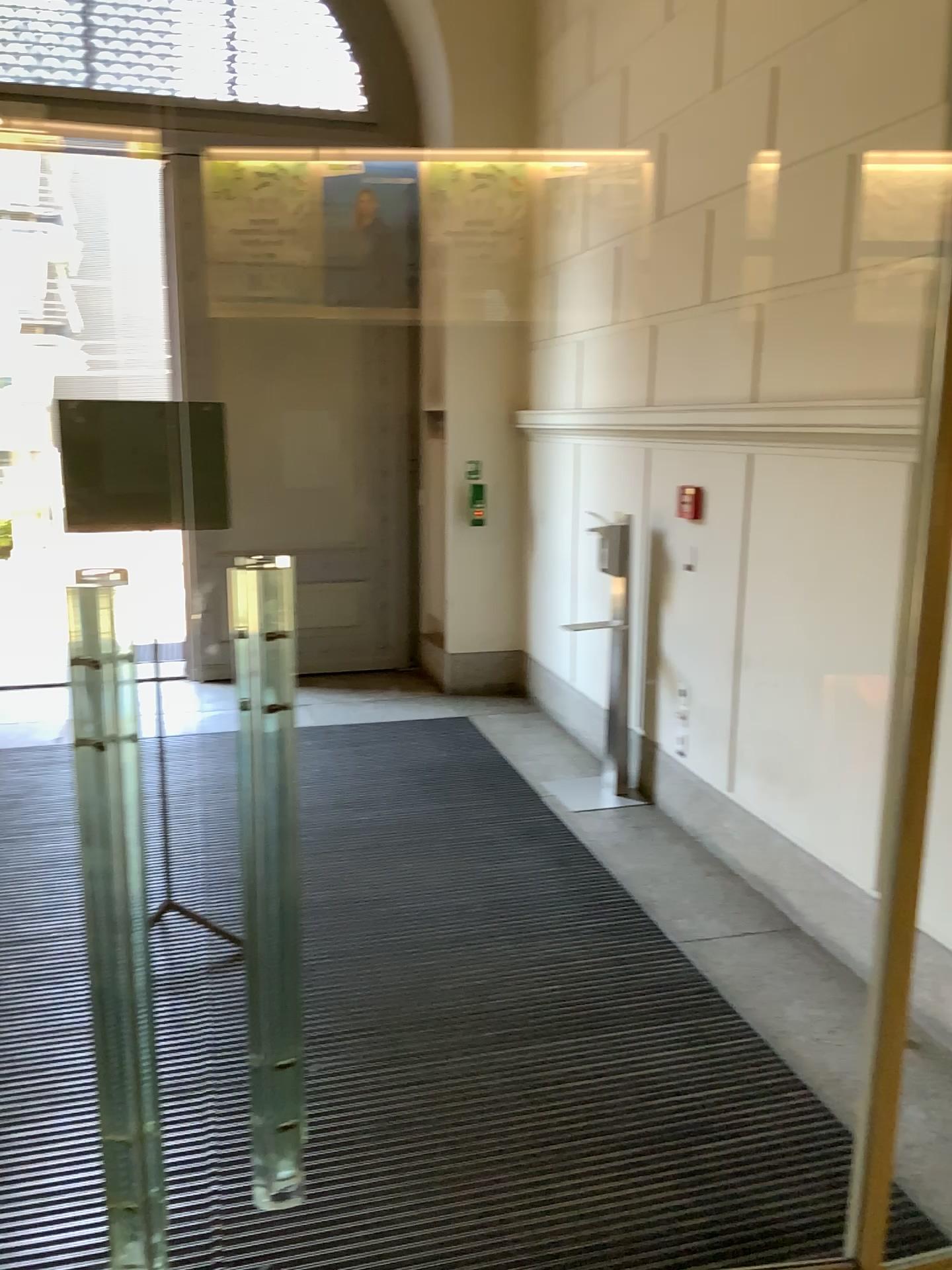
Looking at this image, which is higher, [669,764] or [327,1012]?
[669,764]
